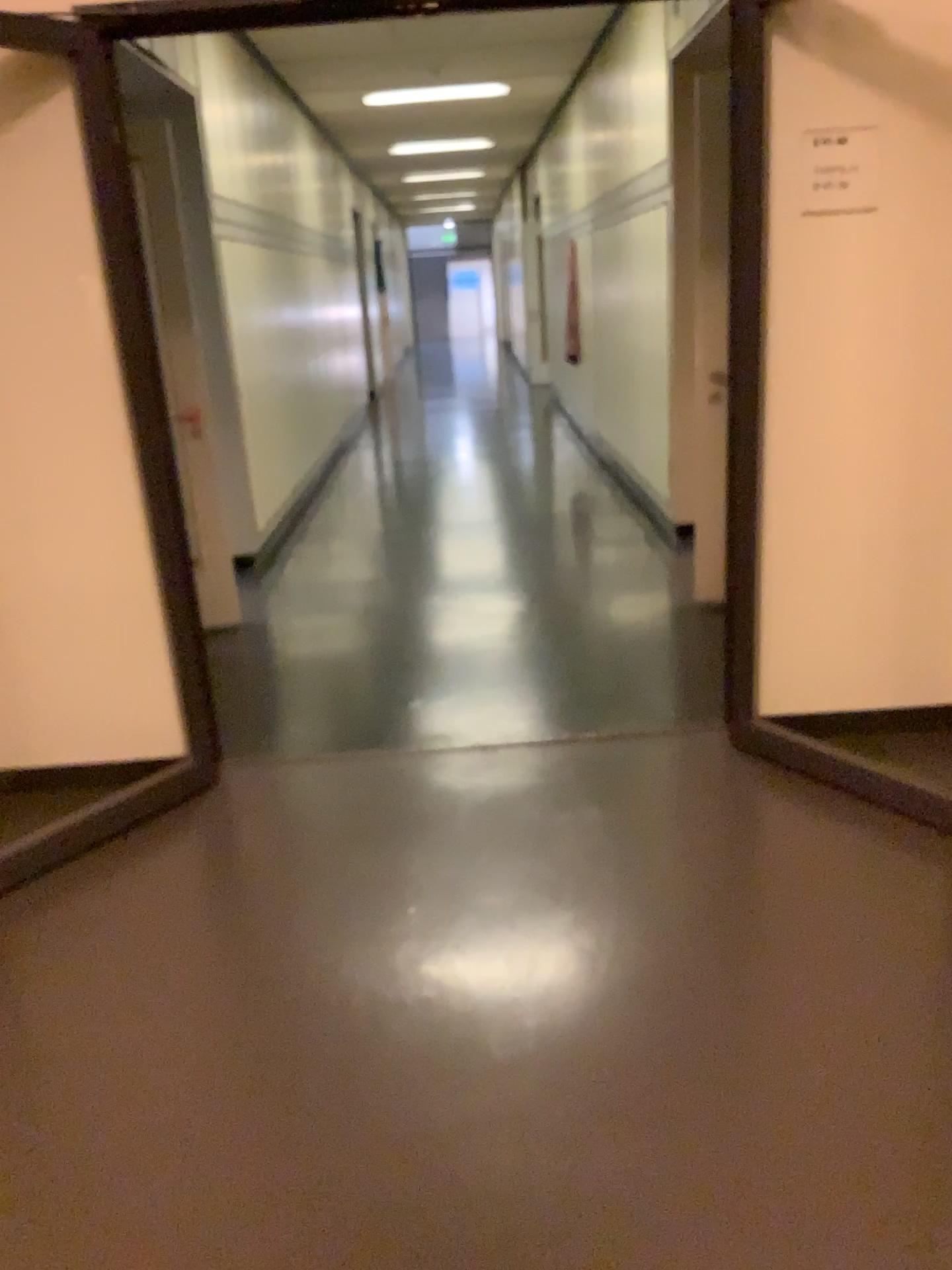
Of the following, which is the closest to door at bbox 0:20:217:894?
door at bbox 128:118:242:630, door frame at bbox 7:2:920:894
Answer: door frame at bbox 7:2:920:894

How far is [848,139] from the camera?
2.9 meters

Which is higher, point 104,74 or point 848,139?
point 104,74

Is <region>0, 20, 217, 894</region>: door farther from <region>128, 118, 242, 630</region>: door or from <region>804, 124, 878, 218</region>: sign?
<region>804, 124, 878, 218</region>: sign

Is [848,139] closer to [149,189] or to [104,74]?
[104,74]

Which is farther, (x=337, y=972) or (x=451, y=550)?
(x=451, y=550)

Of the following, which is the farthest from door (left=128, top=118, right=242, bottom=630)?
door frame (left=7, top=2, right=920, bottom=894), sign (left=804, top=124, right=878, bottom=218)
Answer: sign (left=804, top=124, right=878, bottom=218)

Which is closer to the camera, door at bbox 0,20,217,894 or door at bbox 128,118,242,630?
door at bbox 0,20,217,894

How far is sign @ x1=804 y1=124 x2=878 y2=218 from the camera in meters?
2.9 m
